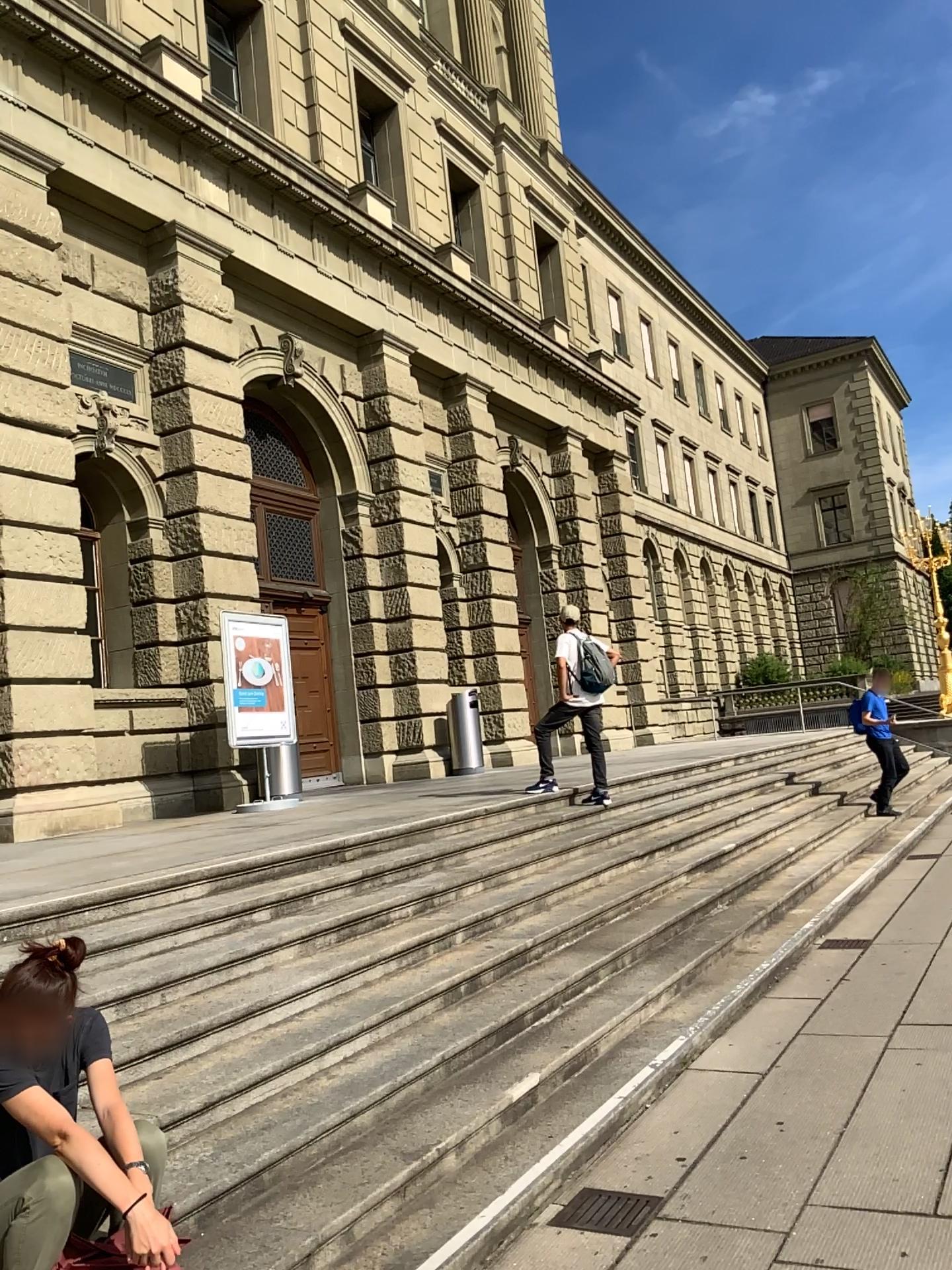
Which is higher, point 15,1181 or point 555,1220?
point 15,1181

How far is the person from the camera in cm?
234

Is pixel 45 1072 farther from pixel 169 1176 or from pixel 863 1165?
pixel 863 1165

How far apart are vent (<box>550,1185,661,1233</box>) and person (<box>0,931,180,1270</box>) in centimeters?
146cm

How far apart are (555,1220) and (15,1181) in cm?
177

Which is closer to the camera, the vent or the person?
the person

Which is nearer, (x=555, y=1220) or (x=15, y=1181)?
(x=15, y=1181)

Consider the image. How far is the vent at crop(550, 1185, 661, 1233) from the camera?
A: 3.37m

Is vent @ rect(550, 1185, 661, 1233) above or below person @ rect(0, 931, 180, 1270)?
below
